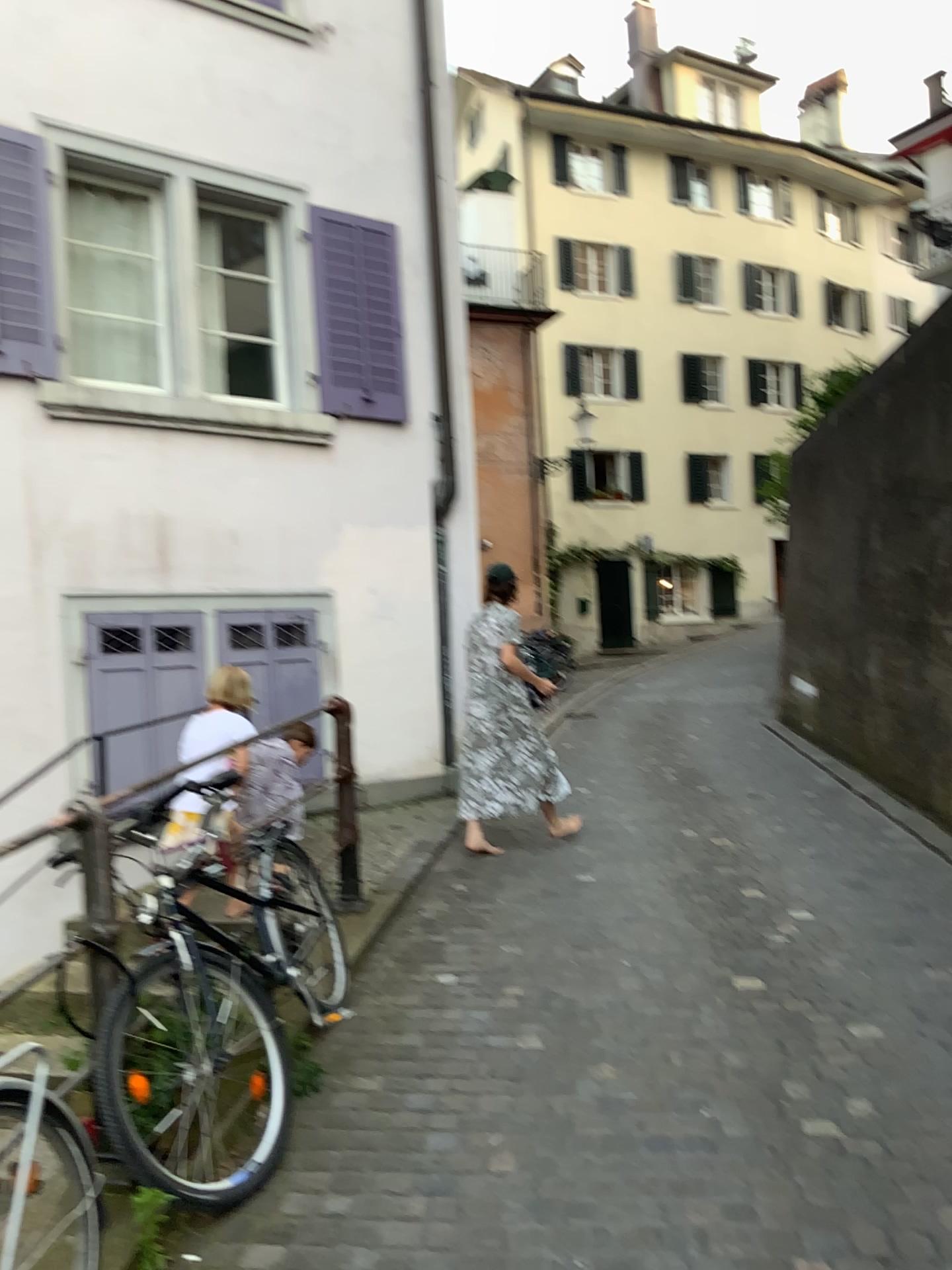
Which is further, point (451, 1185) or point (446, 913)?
point (446, 913)
